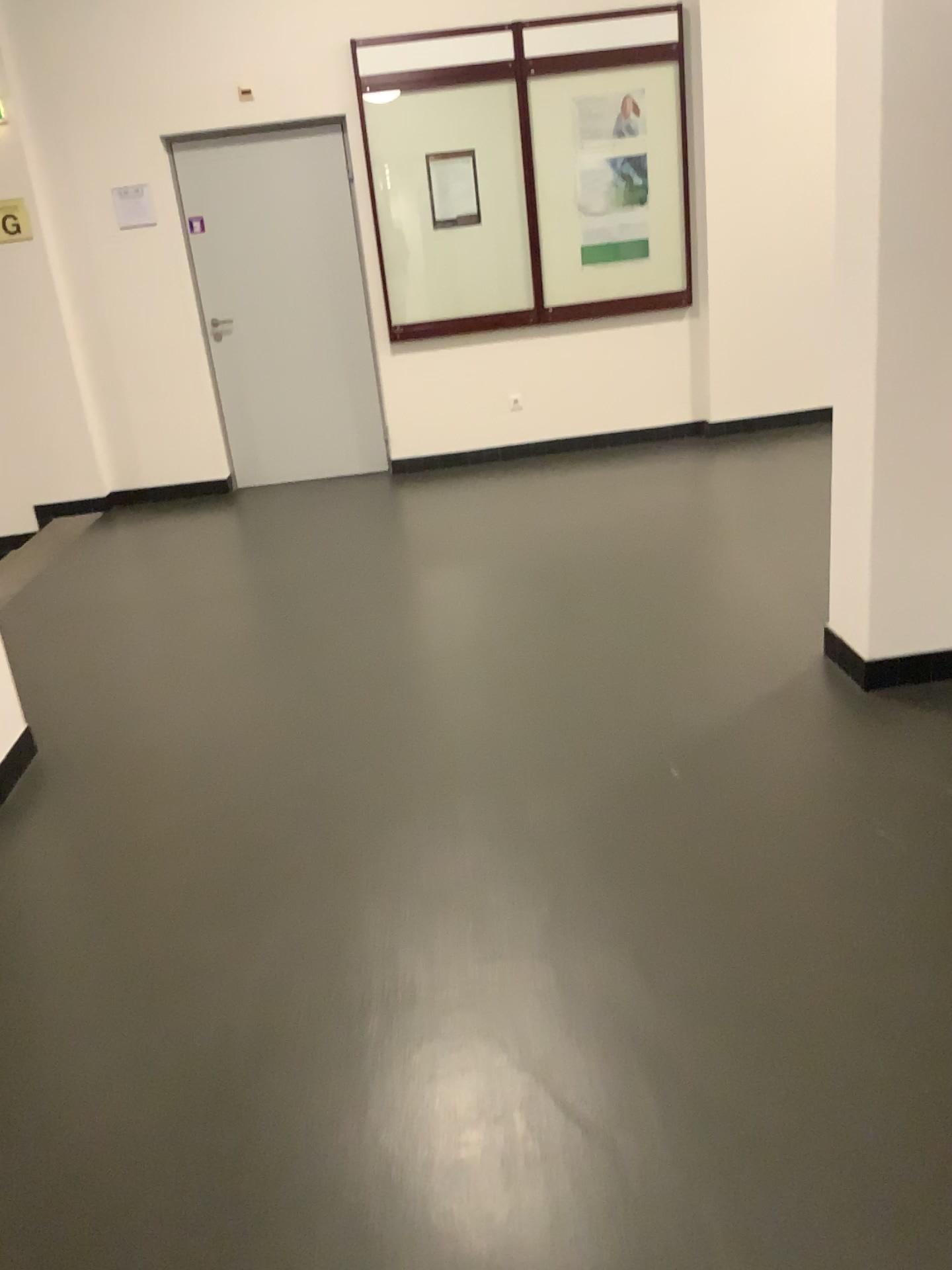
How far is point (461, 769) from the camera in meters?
2.9 m
